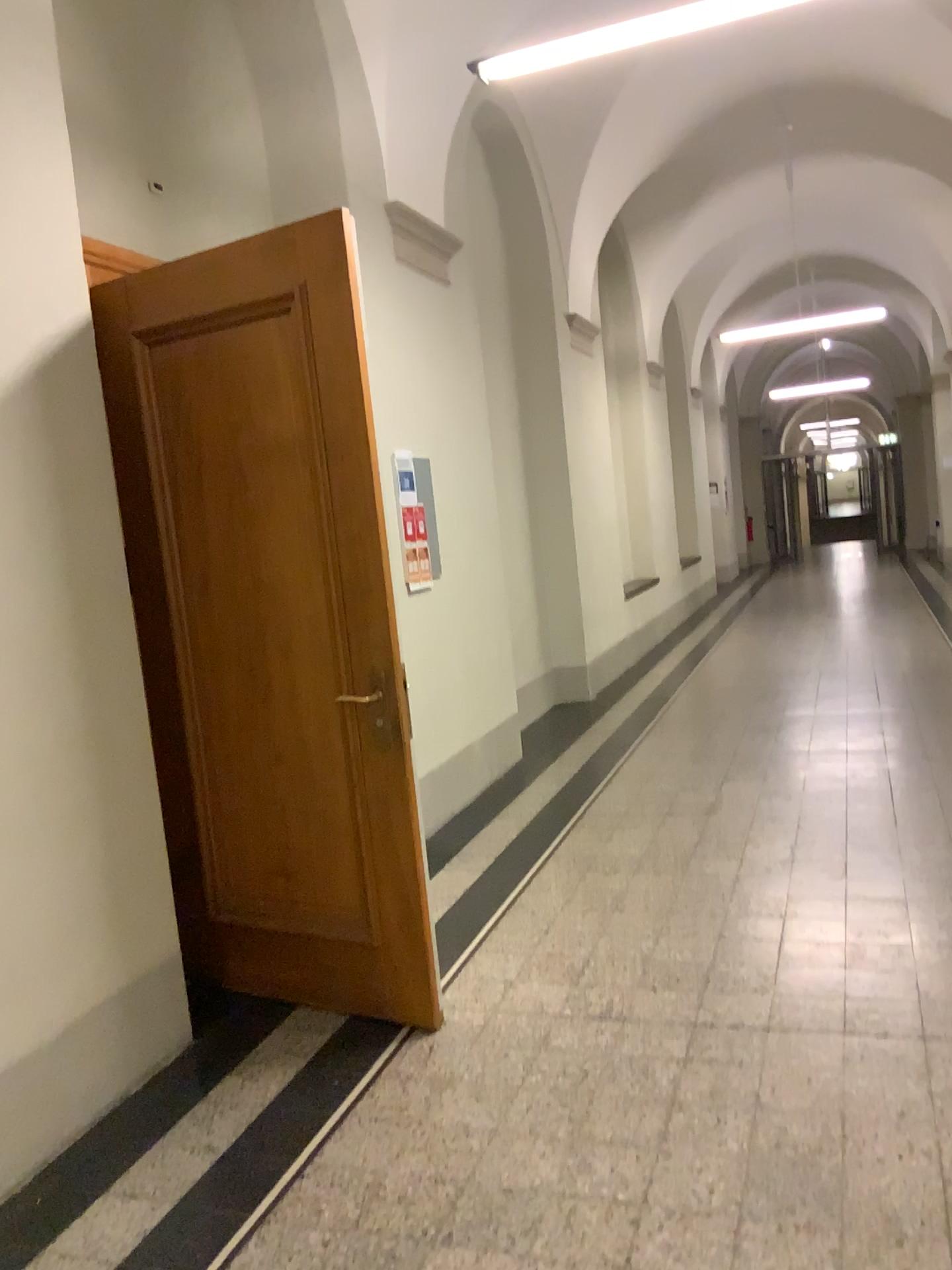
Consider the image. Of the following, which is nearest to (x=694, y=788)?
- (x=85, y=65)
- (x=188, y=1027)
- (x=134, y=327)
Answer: (x=188, y=1027)
